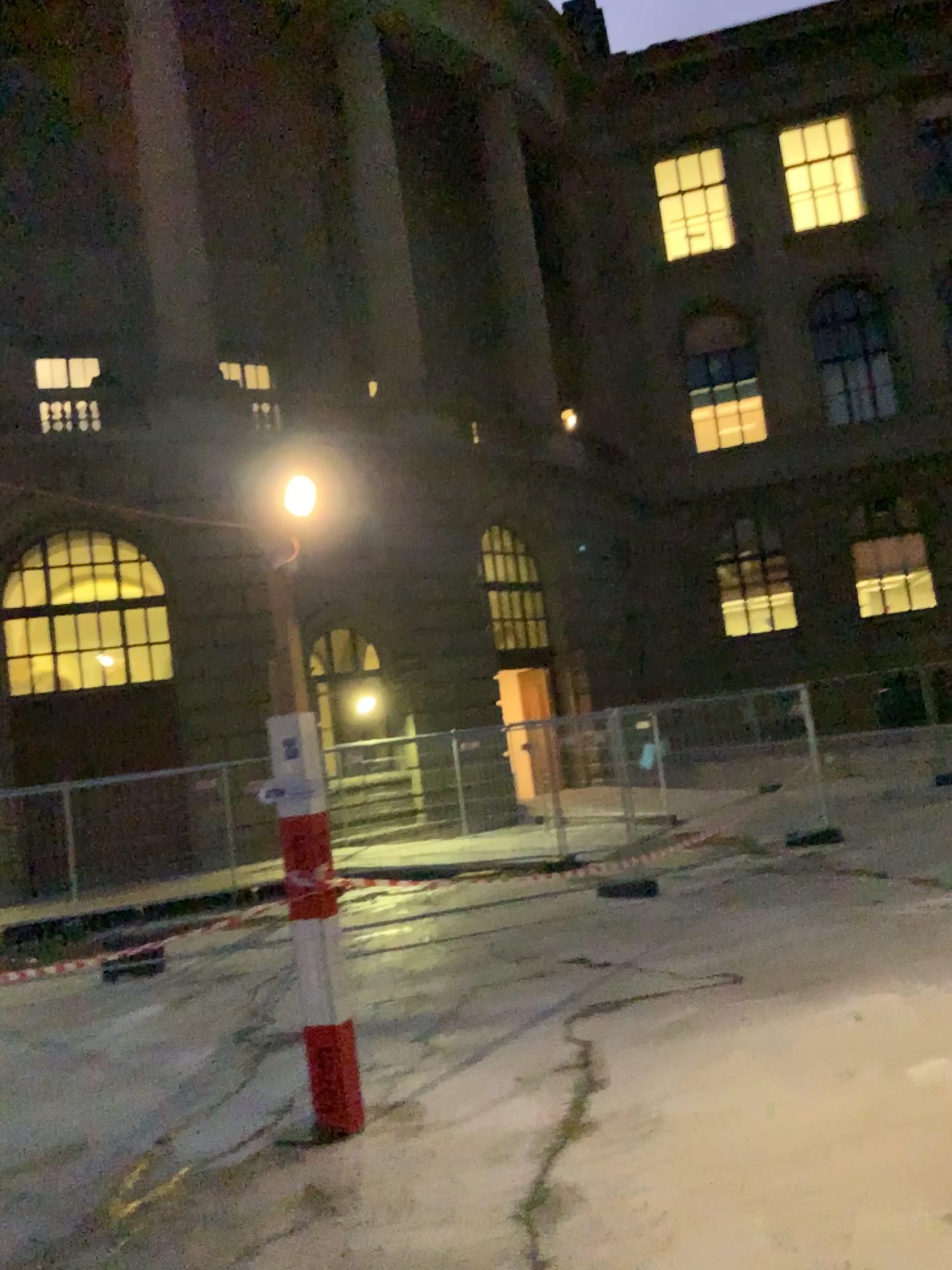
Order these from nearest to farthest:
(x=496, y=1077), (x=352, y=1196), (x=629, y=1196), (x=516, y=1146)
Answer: (x=629, y=1196)
(x=352, y=1196)
(x=516, y=1146)
(x=496, y=1077)
